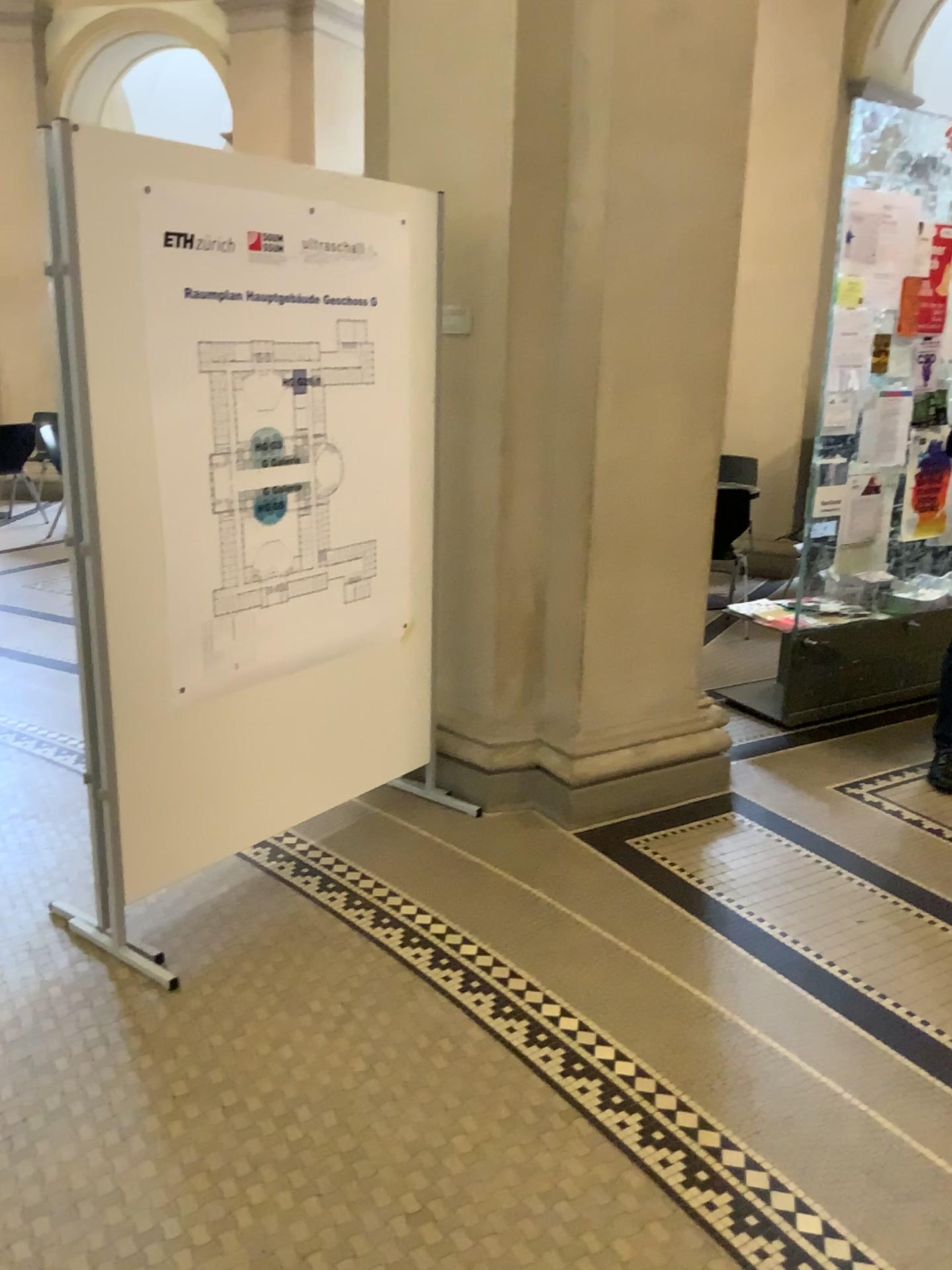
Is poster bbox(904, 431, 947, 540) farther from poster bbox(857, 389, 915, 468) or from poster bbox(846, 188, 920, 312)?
poster bbox(846, 188, 920, 312)

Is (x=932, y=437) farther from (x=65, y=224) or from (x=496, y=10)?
(x=65, y=224)

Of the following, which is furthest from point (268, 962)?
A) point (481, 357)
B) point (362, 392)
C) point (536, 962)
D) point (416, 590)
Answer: point (481, 357)

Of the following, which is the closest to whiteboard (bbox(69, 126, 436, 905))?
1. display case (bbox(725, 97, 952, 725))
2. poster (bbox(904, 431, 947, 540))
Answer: display case (bbox(725, 97, 952, 725))

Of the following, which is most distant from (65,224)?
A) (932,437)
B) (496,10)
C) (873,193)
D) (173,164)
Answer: (932,437)

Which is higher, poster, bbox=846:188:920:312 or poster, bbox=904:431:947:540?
poster, bbox=846:188:920:312

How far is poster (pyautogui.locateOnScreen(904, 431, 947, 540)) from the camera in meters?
4.4 m

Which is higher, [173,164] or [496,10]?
[496,10]

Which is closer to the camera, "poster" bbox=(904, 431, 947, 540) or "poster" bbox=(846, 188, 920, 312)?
"poster" bbox=(846, 188, 920, 312)

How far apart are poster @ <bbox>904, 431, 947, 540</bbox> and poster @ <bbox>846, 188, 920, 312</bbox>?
0.56m
